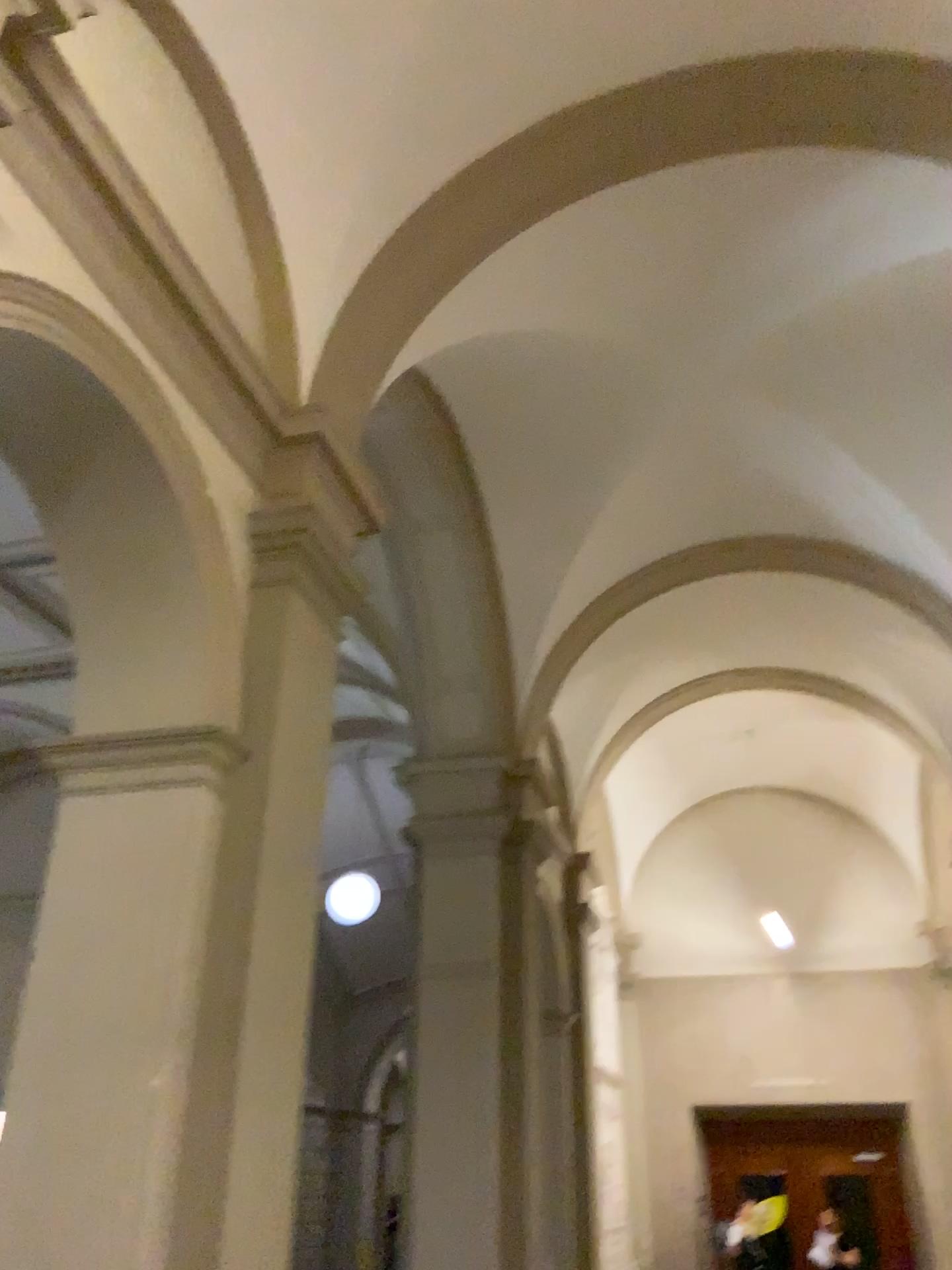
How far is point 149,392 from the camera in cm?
374

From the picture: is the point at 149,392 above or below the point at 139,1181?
above

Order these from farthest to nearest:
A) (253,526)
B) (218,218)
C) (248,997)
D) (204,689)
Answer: (218,218)
(253,526)
(204,689)
(248,997)

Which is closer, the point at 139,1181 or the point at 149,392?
the point at 139,1181

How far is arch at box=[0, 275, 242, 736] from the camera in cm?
374

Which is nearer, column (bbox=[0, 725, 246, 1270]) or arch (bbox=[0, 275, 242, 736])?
column (bbox=[0, 725, 246, 1270])
